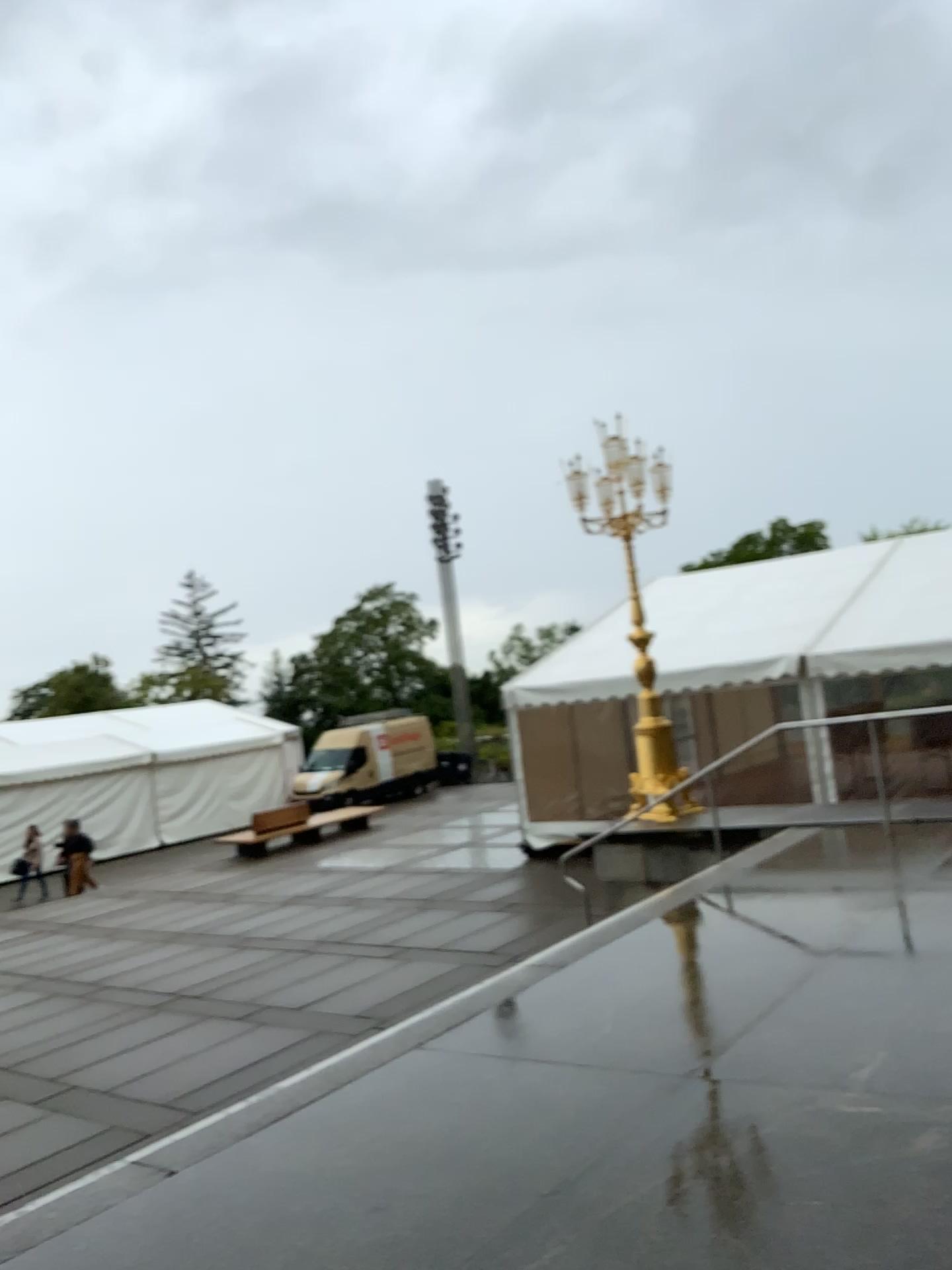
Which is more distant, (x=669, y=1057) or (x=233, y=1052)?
(x=233, y=1052)
